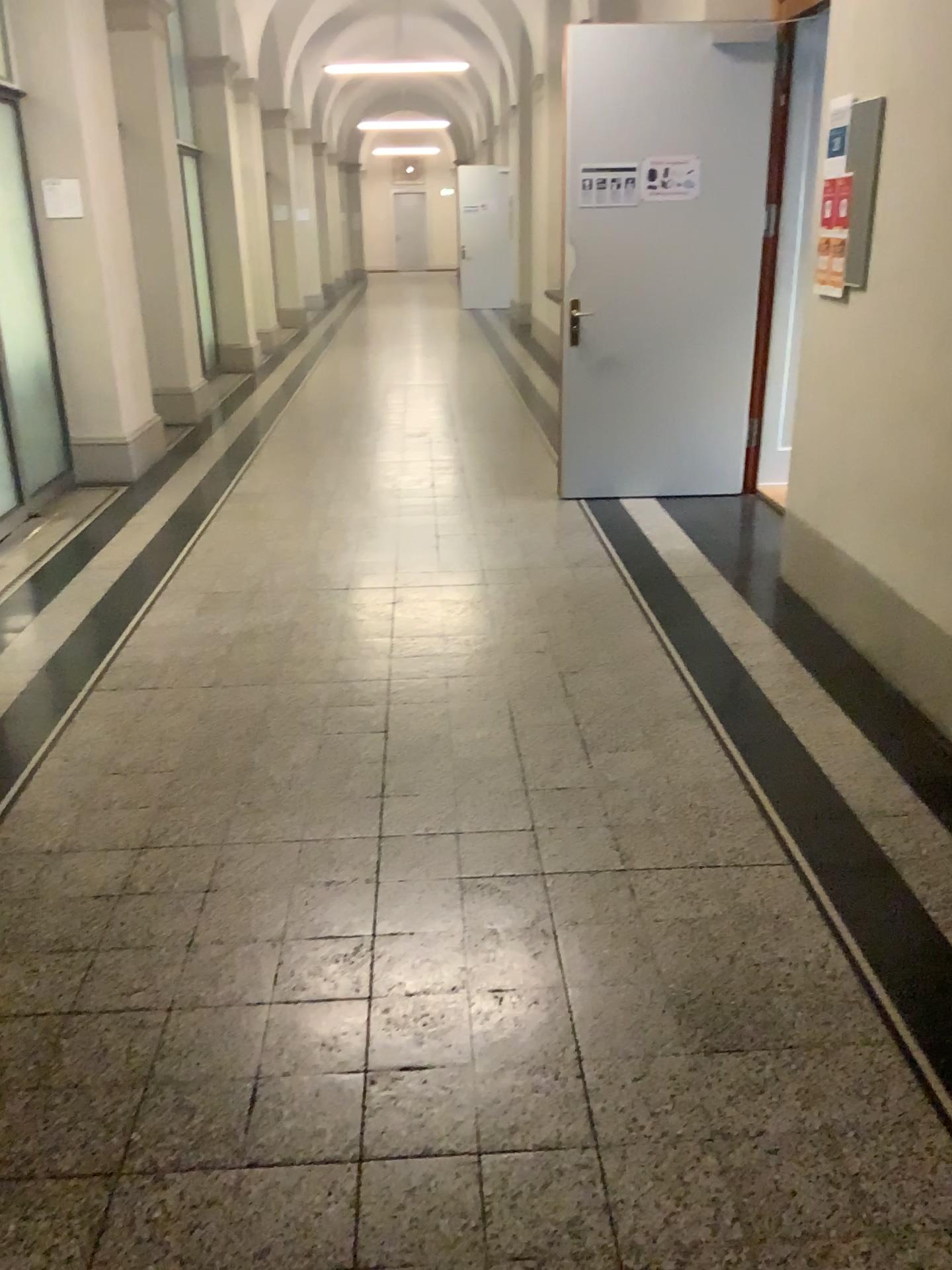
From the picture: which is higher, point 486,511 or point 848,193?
point 848,193
